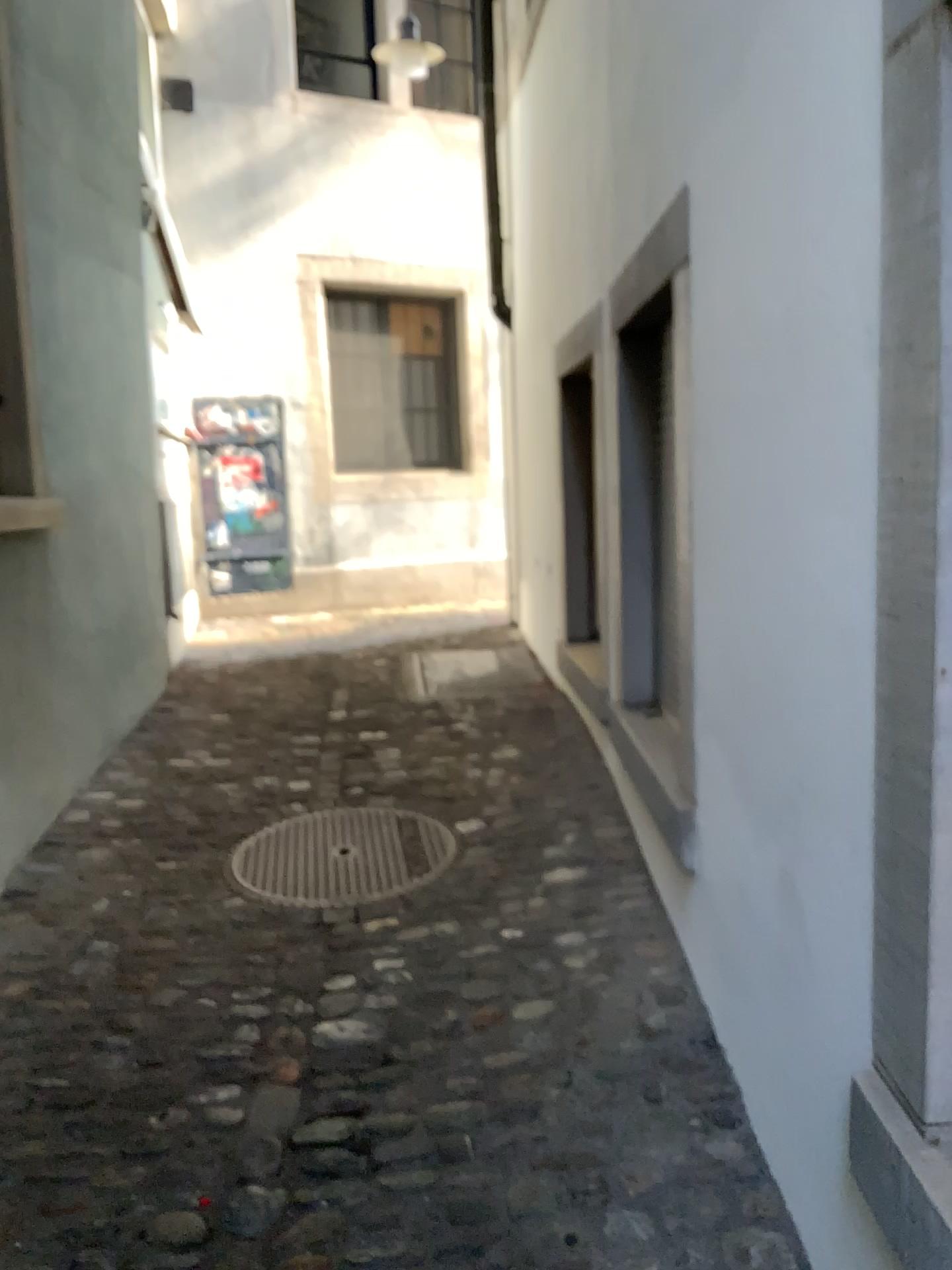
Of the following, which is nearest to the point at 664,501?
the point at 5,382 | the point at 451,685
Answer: the point at 5,382

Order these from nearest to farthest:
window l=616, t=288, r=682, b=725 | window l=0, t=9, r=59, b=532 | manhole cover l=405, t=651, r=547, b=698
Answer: window l=616, t=288, r=682, b=725 < window l=0, t=9, r=59, b=532 < manhole cover l=405, t=651, r=547, b=698

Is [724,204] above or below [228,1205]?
above

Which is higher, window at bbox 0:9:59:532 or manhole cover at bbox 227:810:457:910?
window at bbox 0:9:59:532

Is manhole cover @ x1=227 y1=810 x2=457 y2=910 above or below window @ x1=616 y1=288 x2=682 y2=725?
below

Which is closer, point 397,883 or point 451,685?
point 397,883

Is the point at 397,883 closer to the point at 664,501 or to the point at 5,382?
the point at 664,501

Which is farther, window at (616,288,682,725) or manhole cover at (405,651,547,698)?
manhole cover at (405,651,547,698)

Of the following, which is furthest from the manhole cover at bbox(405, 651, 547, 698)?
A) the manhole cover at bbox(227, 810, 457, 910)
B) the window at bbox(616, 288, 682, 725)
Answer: the window at bbox(616, 288, 682, 725)

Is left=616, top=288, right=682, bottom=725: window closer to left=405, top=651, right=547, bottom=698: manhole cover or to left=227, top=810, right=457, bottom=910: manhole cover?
left=227, top=810, right=457, bottom=910: manhole cover
